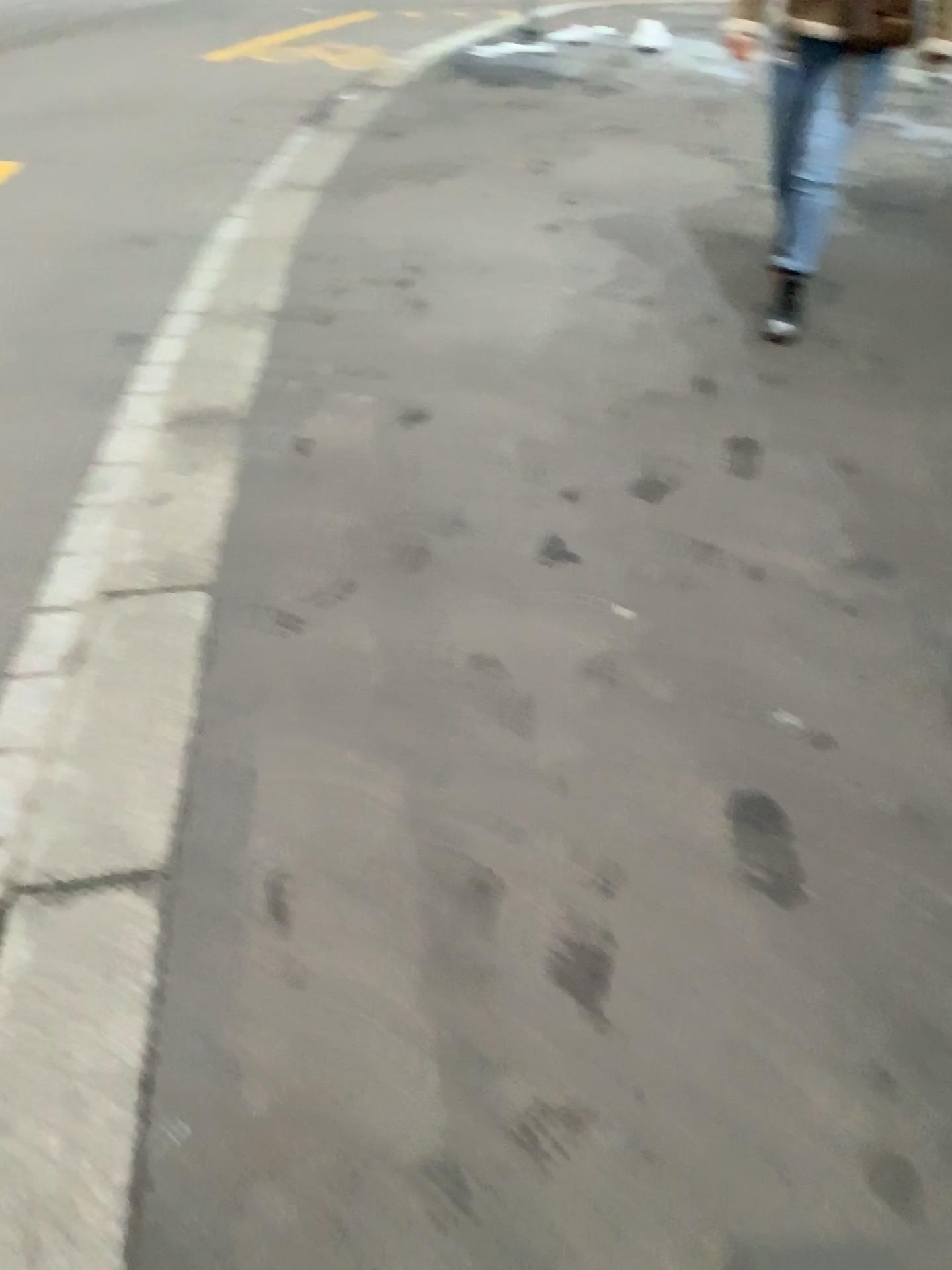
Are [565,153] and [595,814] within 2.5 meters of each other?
no
